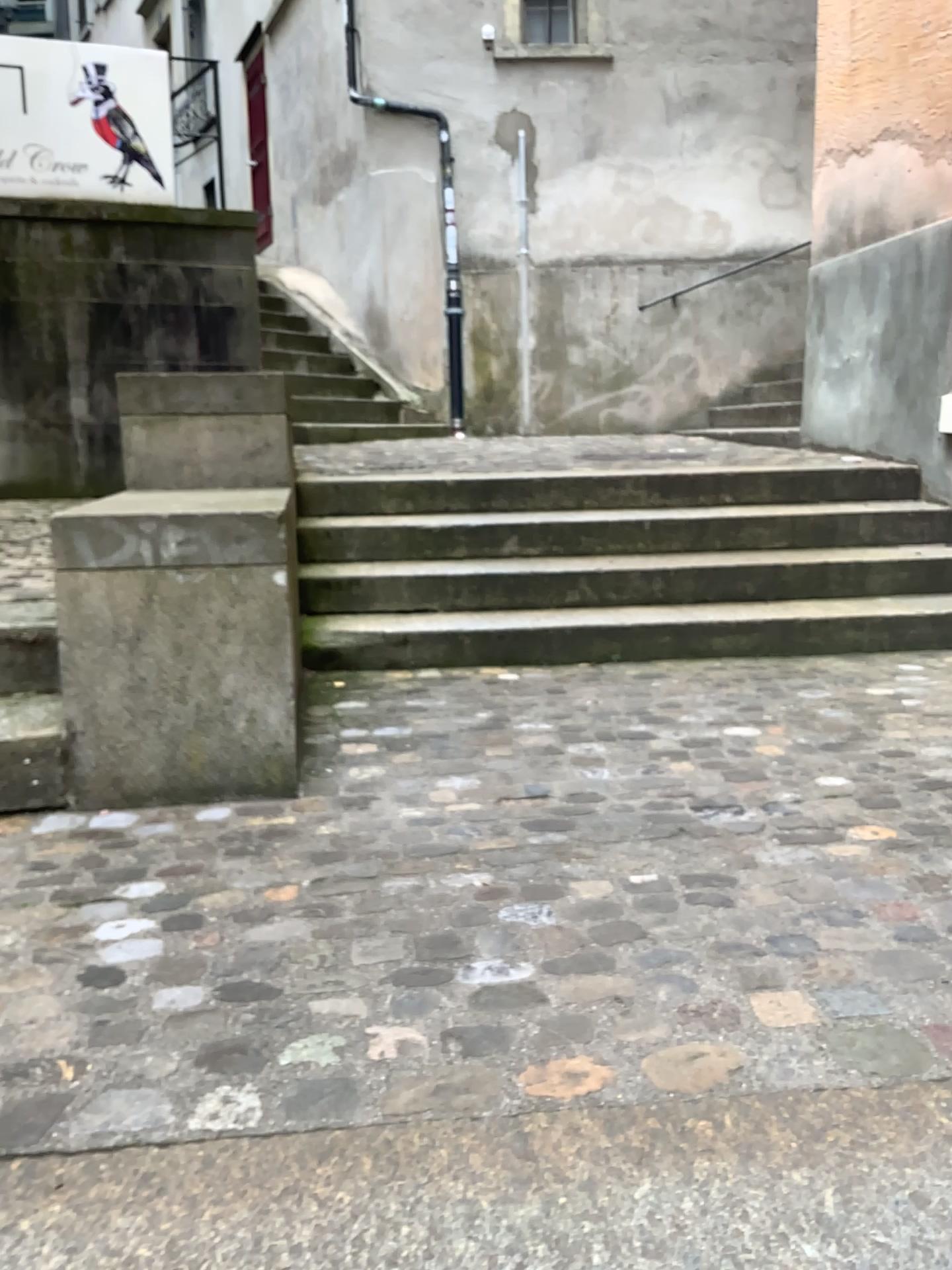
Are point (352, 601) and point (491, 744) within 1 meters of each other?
no

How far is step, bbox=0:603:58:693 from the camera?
2.6 meters

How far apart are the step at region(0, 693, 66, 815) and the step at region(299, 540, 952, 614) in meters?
1.5 m

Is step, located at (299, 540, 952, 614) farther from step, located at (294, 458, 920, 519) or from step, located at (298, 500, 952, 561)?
step, located at (294, 458, 920, 519)

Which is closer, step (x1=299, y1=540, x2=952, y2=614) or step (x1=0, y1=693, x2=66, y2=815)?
step (x1=0, y1=693, x2=66, y2=815)

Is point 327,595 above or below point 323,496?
below

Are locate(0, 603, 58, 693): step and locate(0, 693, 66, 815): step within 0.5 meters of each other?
yes

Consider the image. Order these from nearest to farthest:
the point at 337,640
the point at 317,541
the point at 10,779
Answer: the point at 10,779
the point at 337,640
the point at 317,541

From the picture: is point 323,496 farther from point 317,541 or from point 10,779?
point 10,779

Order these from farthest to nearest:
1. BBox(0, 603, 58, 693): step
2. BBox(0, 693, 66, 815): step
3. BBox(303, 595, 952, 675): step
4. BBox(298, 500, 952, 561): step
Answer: BBox(298, 500, 952, 561): step, BBox(303, 595, 952, 675): step, BBox(0, 603, 58, 693): step, BBox(0, 693, 66, 815): step
